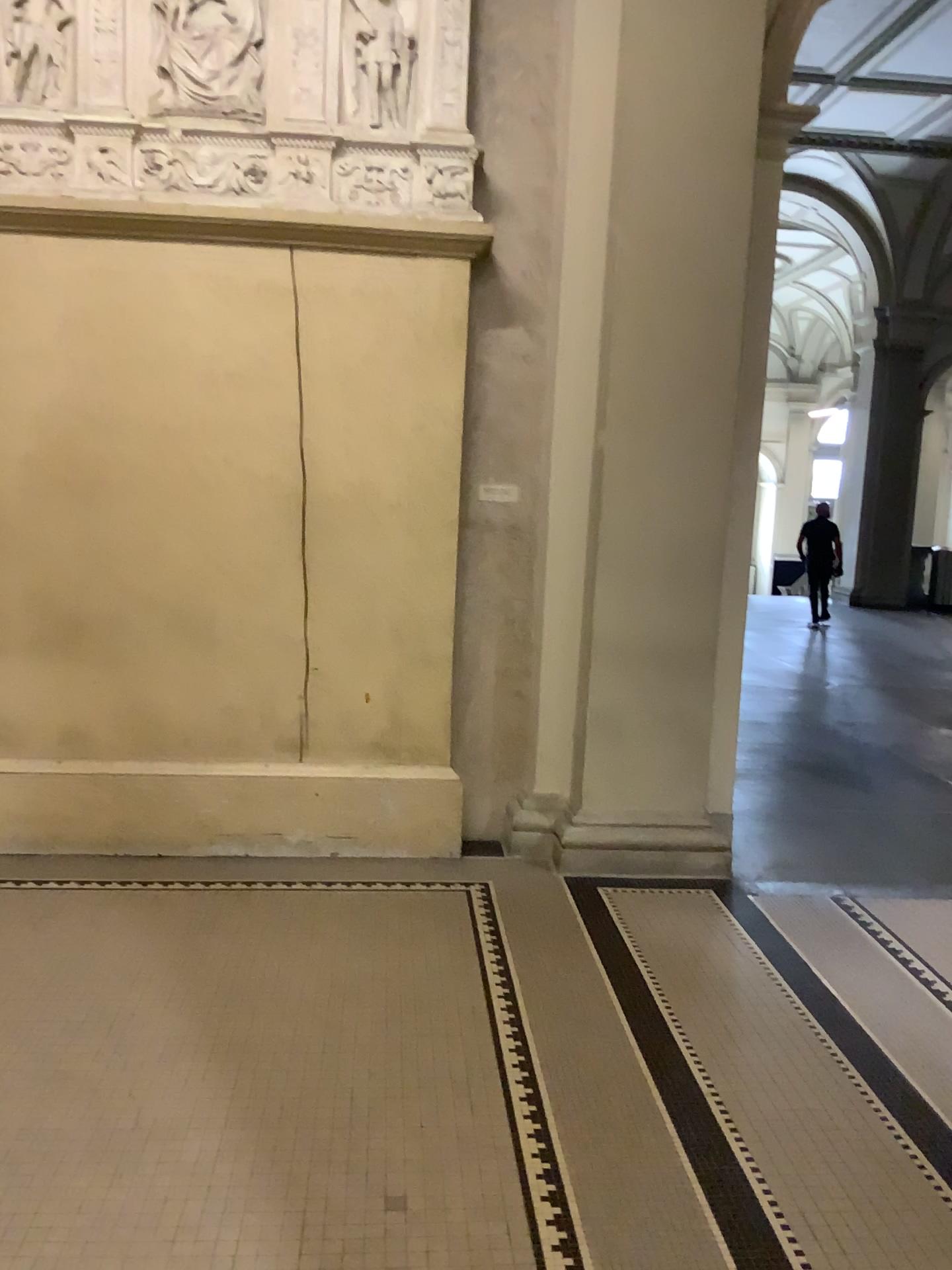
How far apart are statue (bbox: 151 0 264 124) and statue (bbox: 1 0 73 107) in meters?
0.4

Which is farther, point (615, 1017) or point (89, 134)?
point (89, 134)

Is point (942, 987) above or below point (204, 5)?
below

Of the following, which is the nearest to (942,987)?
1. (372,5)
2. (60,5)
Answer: (372,5)

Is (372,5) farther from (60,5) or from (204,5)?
(60,5)

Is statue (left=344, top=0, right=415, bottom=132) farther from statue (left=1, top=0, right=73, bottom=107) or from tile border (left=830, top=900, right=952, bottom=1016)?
tile border (left=830, top=900, right=952, bottom=1016)

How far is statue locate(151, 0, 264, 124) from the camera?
4.2m

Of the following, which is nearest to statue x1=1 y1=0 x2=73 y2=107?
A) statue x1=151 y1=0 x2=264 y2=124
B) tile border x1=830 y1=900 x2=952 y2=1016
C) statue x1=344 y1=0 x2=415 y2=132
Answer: statue x1=151 y1=0 x2=264 y2=124

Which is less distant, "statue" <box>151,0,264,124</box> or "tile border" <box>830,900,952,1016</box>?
"tile border" <box>830,900,952,1016</box>

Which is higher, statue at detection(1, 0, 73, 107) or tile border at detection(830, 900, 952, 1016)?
statue at detection(1, 0, 73, 107)
